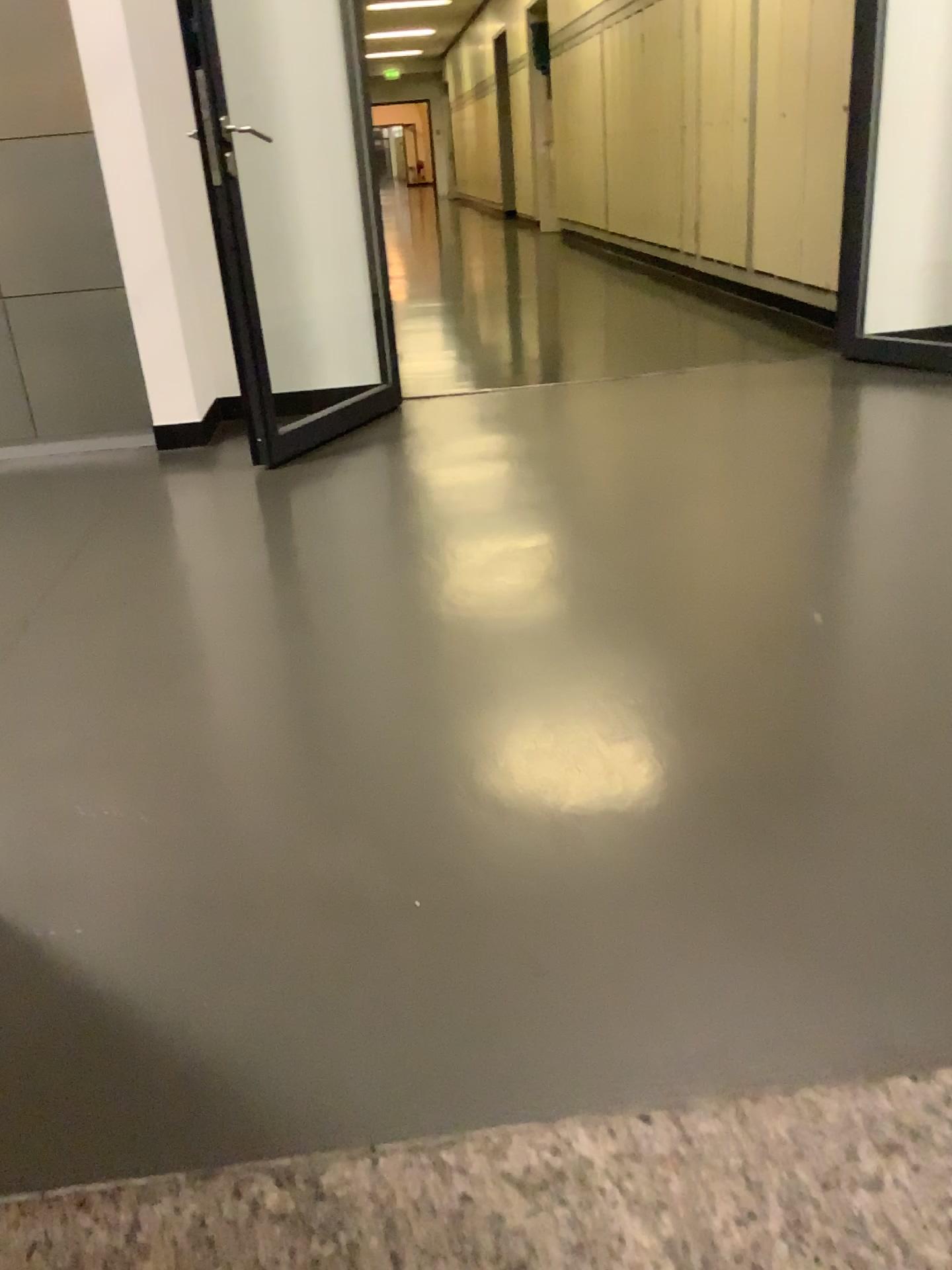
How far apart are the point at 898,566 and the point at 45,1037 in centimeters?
198cm

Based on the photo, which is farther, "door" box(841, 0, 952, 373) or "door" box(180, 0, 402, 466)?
"door" box(841, 0, 952, 373)

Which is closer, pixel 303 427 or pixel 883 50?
pixel 303 427

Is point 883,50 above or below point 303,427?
above
